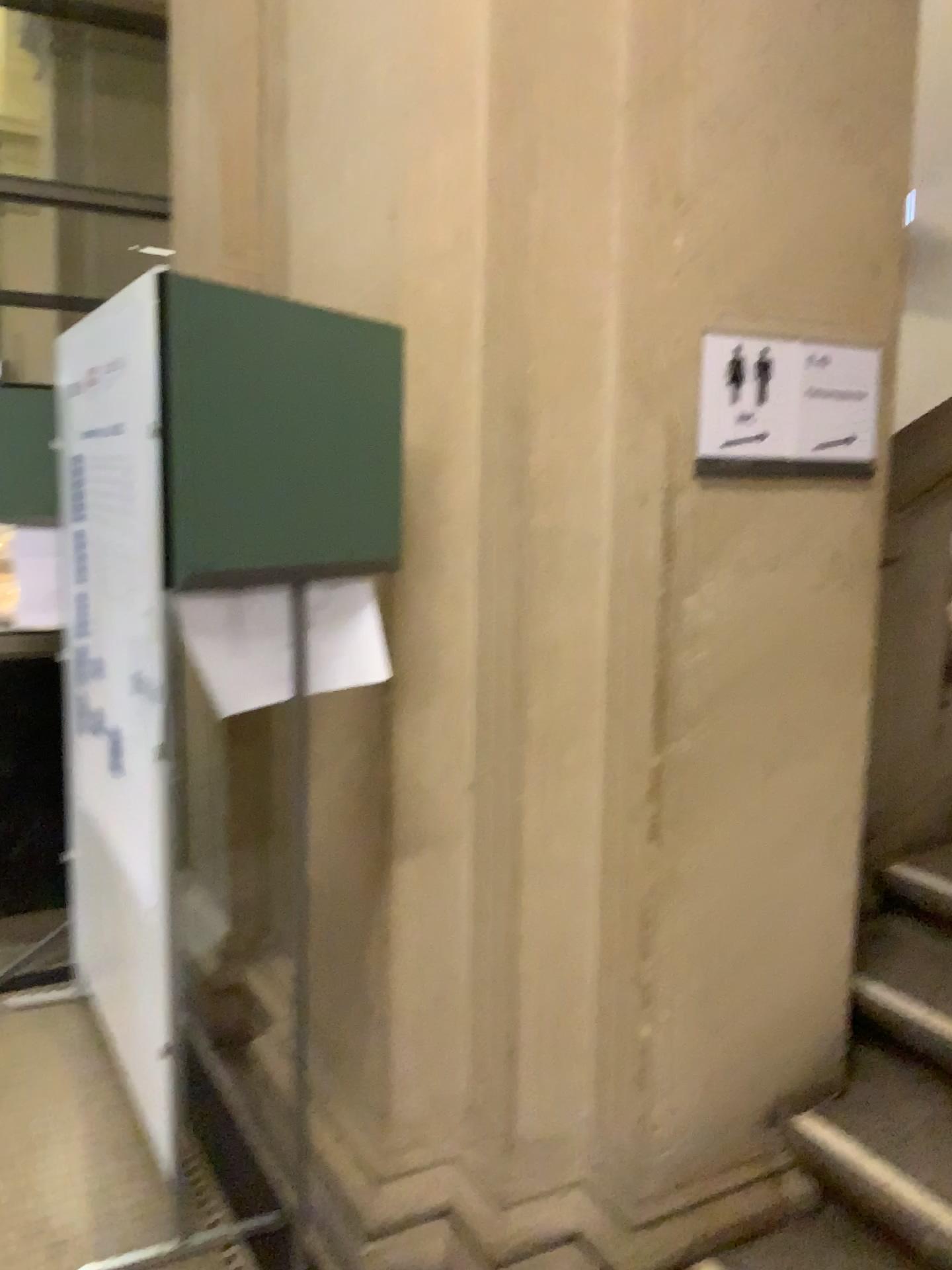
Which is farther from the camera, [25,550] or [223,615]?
[25,550]

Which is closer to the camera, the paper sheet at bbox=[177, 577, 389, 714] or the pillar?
the paper sheet at bbox=[177, 577, 389, 714]

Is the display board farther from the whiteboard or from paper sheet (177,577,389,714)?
paper sheet (177,577,389,714)

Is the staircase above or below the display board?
below

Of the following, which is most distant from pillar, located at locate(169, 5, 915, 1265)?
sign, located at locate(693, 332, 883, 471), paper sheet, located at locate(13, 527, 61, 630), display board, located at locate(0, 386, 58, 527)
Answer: paper sheet, located at locate(13, 527, 61, 630)

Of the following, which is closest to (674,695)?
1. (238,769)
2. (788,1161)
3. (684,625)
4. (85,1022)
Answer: (684,625)

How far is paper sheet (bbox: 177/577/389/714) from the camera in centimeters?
150cm

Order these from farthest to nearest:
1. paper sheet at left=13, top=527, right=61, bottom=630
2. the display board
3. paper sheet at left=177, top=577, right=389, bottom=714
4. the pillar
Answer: paper sheet at left=13, top=527, right=61, bottom=630 → the display board → the pillar → paper sheet at left=177, top=577, right=389, bottom=714

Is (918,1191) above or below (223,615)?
below

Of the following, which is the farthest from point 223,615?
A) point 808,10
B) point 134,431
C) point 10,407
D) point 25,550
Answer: point 25,550
